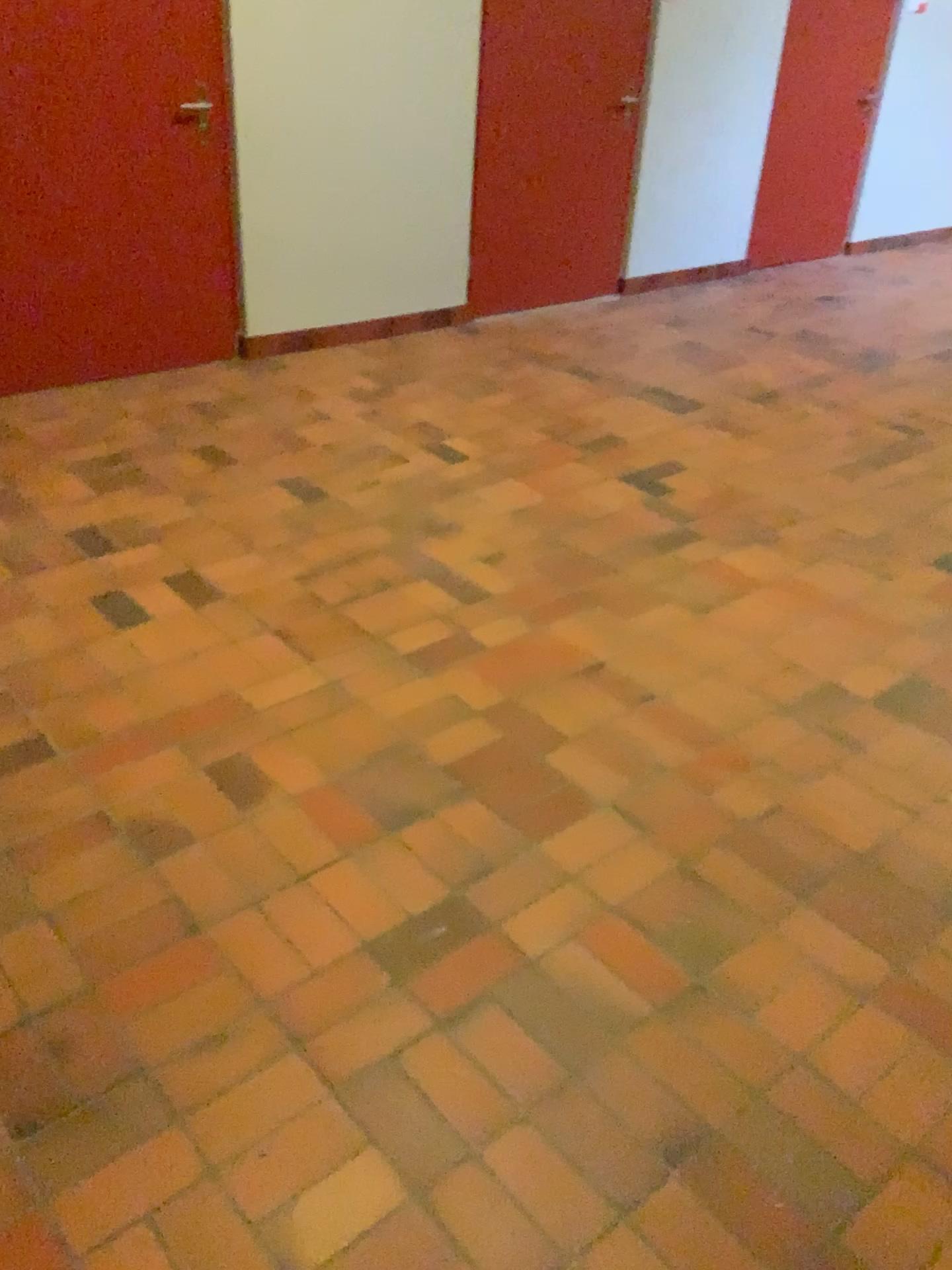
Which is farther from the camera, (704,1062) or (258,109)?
(258,109)
